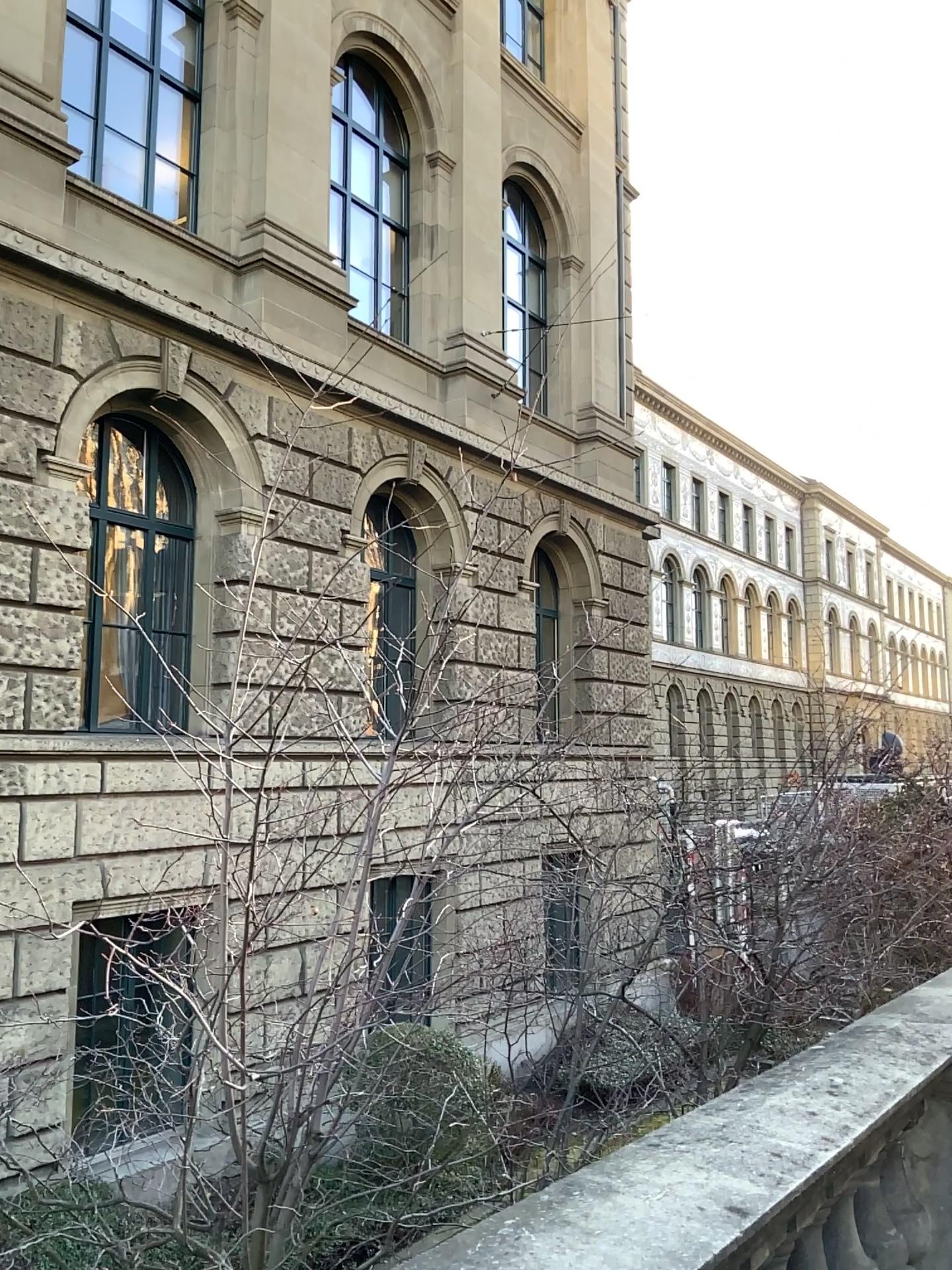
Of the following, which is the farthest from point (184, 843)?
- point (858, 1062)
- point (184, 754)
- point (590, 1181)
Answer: point (858, 1062)
